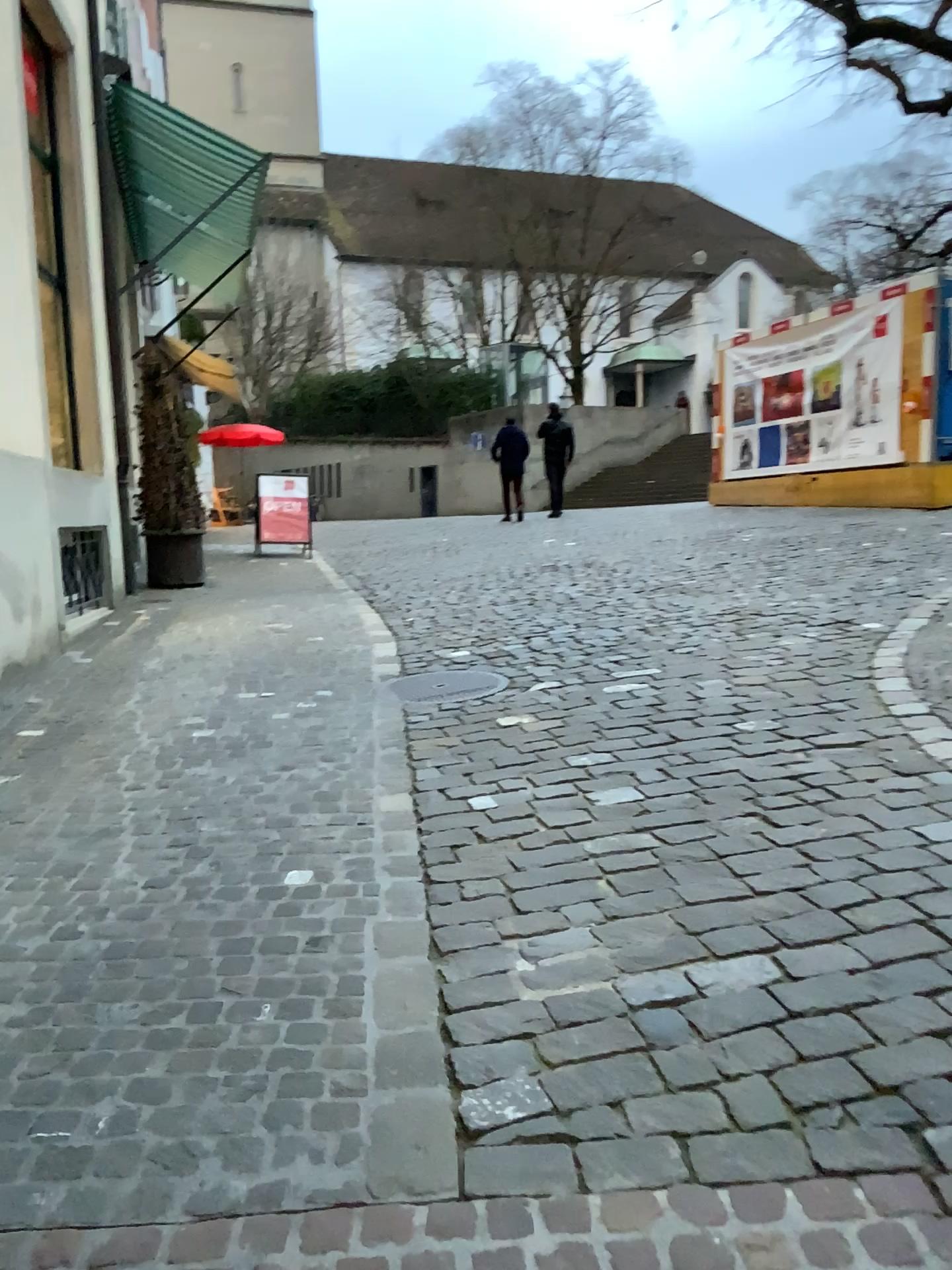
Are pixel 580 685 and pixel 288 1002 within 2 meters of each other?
no
